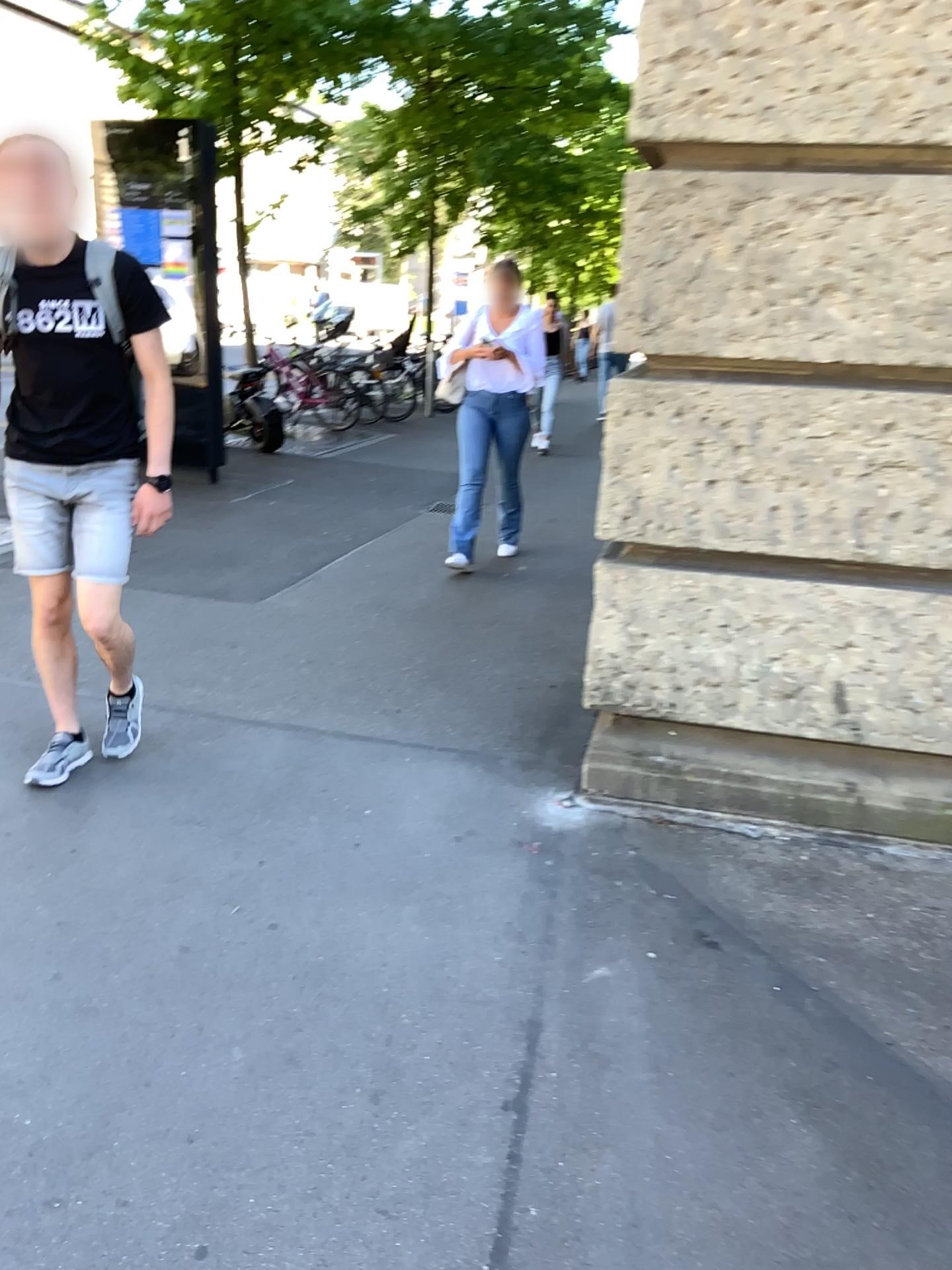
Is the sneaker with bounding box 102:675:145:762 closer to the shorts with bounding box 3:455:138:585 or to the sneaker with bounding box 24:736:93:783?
the sneaker with bounding box 24:736:93:783

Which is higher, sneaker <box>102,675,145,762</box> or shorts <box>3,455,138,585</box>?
shorts <box>3,455,138,585</box>

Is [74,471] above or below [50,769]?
above

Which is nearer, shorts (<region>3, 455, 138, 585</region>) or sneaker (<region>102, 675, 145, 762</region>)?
shorts (<region>3, 455, 138, 585</region>)

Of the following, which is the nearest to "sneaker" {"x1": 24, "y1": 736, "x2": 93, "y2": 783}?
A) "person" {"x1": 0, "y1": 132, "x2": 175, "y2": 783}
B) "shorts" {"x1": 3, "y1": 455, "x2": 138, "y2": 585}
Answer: "person" {"x1": 0, "y1": 132, "x2": 175, "y2": 783}

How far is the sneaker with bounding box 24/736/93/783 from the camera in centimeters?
304cm

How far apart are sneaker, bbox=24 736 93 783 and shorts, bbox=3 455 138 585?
0.5m

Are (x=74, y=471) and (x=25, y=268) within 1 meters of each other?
yes

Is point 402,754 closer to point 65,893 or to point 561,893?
point 561,893

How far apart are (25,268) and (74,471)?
0.5m
